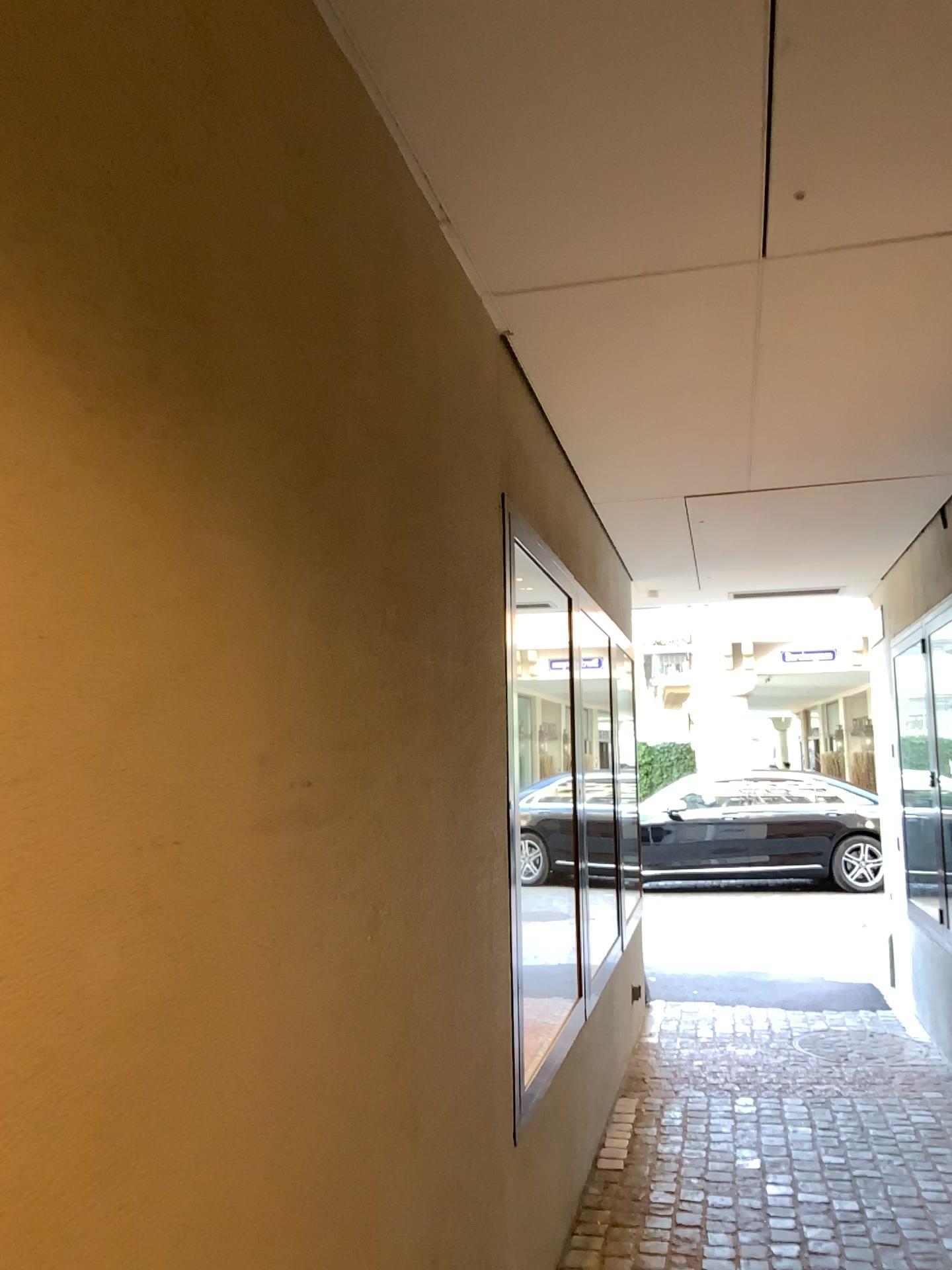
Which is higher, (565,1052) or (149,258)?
(149,258)
